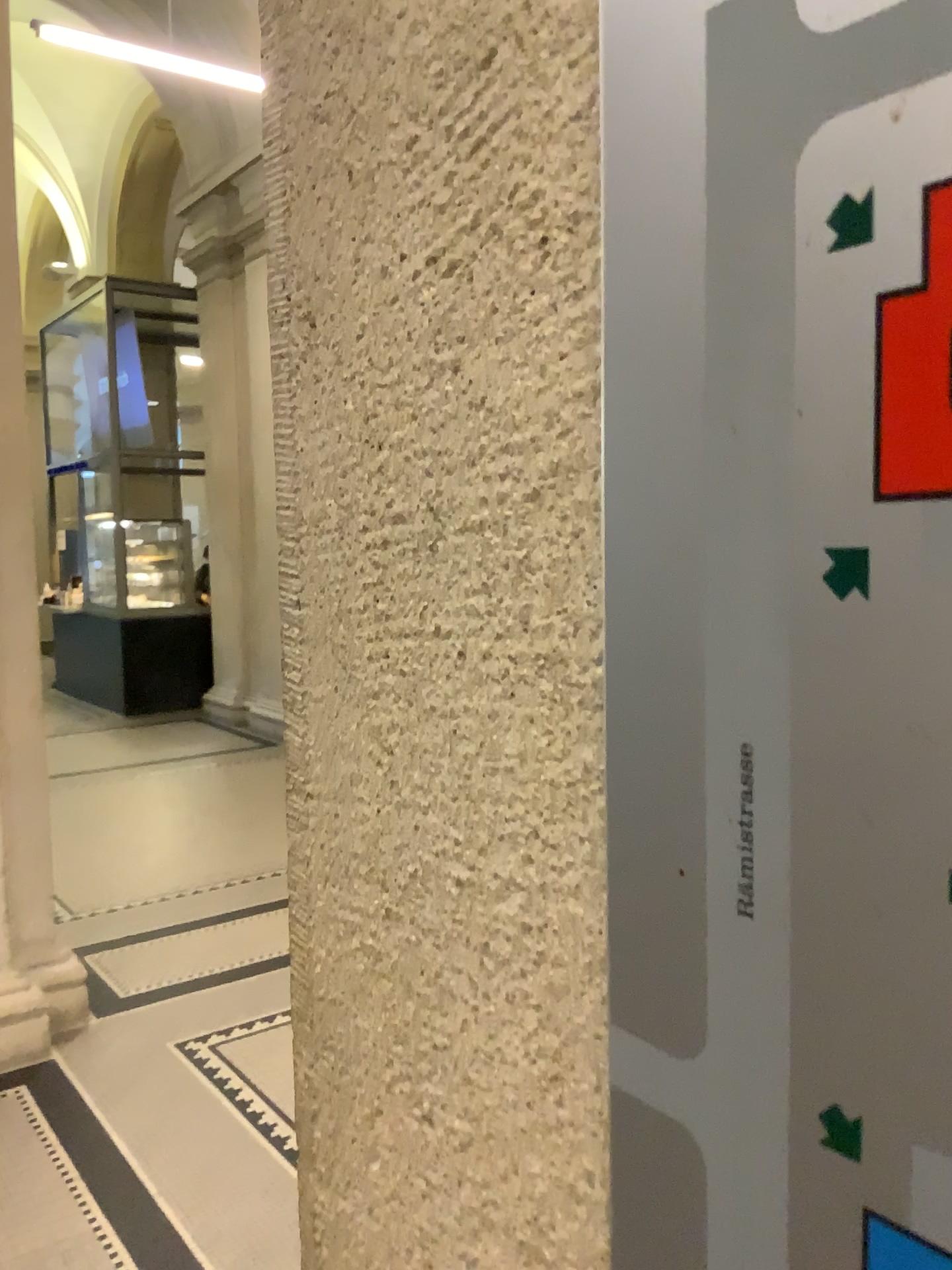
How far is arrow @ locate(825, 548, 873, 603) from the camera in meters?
0.2 m

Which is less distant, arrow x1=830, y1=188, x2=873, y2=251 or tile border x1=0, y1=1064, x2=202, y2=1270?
arrow x1=830, y1=188, x2=873, y2=251

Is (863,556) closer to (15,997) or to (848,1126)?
(848,1126)

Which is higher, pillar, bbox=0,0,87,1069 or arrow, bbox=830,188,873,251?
arrow, bbox=830,188,873,251

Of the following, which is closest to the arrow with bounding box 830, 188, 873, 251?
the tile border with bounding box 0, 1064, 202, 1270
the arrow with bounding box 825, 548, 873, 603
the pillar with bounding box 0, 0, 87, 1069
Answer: the arrow with bounding box 825, 548, 873, 603

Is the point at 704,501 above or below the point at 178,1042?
above

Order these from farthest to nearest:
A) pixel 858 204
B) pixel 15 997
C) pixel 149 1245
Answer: pixel 15 997
pixel 149 1245
pixel 858 204

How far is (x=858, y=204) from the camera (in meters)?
0.20

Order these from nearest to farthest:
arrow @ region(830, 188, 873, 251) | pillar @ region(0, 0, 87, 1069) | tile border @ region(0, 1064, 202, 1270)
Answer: arrow @ region(830, 188, 873, 251) → tile border @ region(0, 1064, 202, 1270) → pillar @ region(0, 0, 87, 1069)

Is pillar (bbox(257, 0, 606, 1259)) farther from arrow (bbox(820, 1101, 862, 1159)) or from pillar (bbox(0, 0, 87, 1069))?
pillar (bbox(0, 0, 87, 1069))
